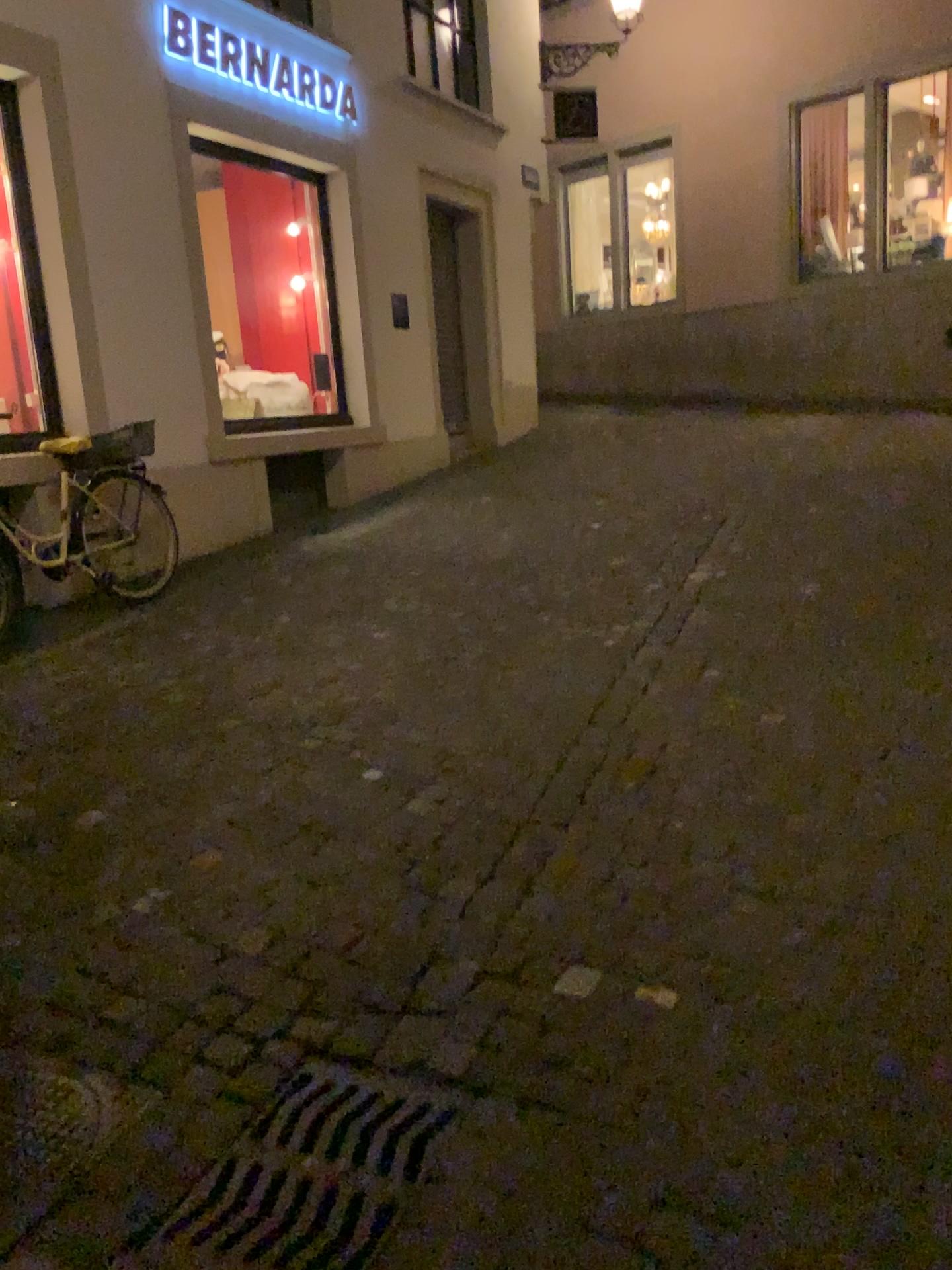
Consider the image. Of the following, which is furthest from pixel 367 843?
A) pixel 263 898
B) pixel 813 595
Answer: pixel 813 595

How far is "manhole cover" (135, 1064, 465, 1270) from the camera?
1.78m

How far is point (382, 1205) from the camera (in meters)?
1.78
